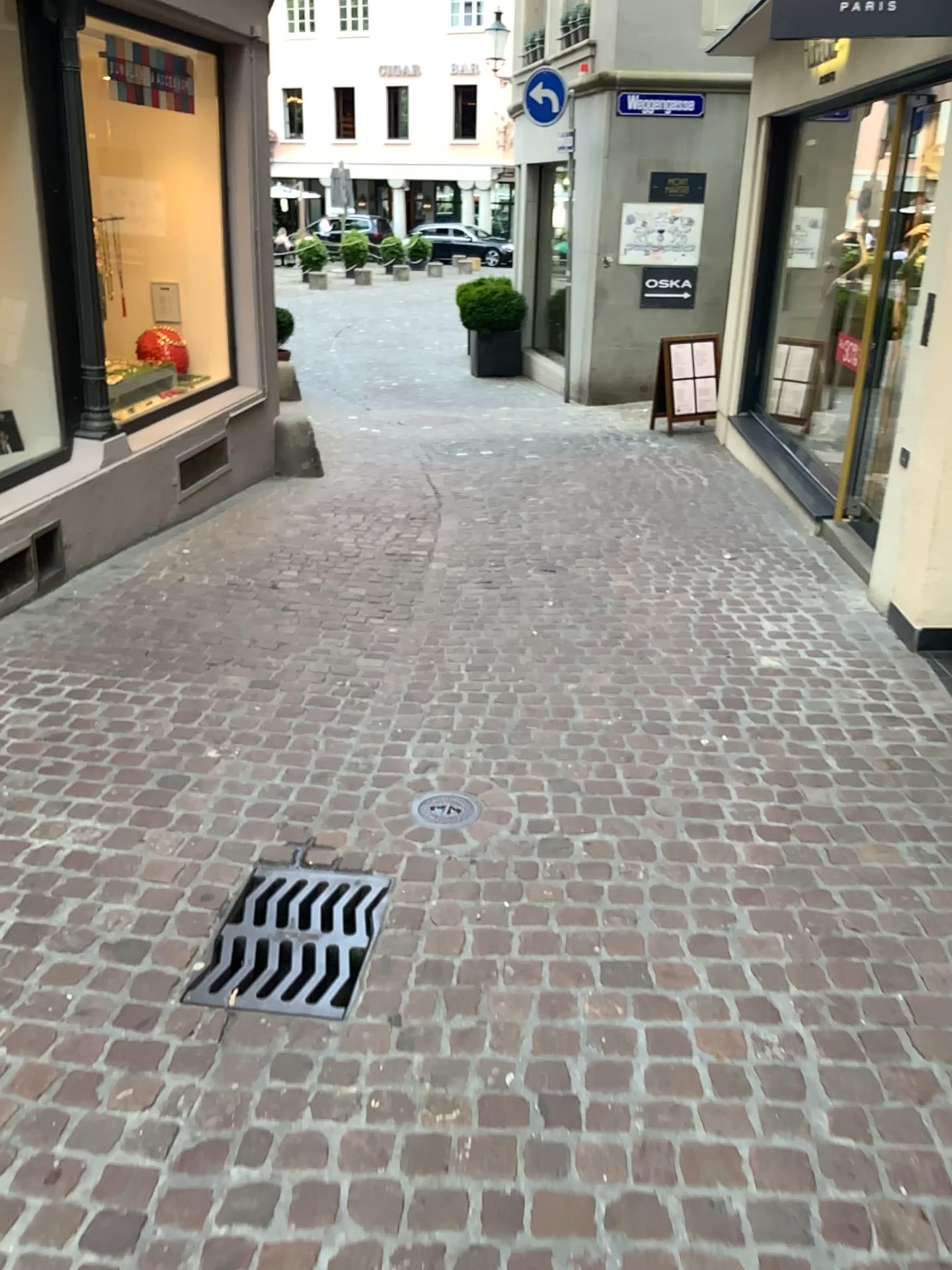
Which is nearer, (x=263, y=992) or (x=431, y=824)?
(x=263, y=992)

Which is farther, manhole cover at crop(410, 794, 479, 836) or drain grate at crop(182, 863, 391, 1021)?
manhole cover at crop(410, 794, 479, 836)

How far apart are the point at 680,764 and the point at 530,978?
1.19m

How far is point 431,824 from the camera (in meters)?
3.01

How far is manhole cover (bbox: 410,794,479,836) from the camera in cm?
302
